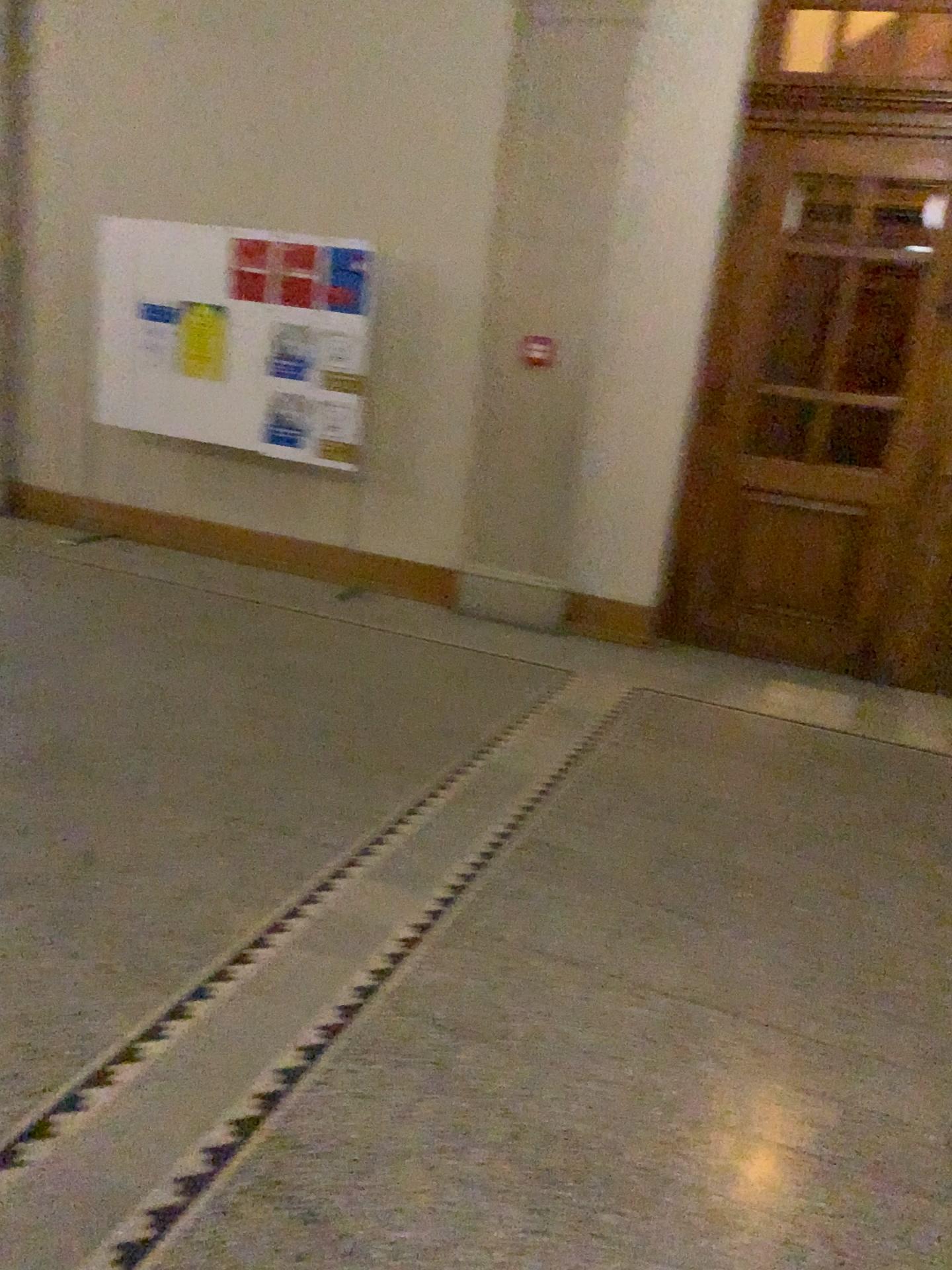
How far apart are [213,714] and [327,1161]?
2.3 meters
